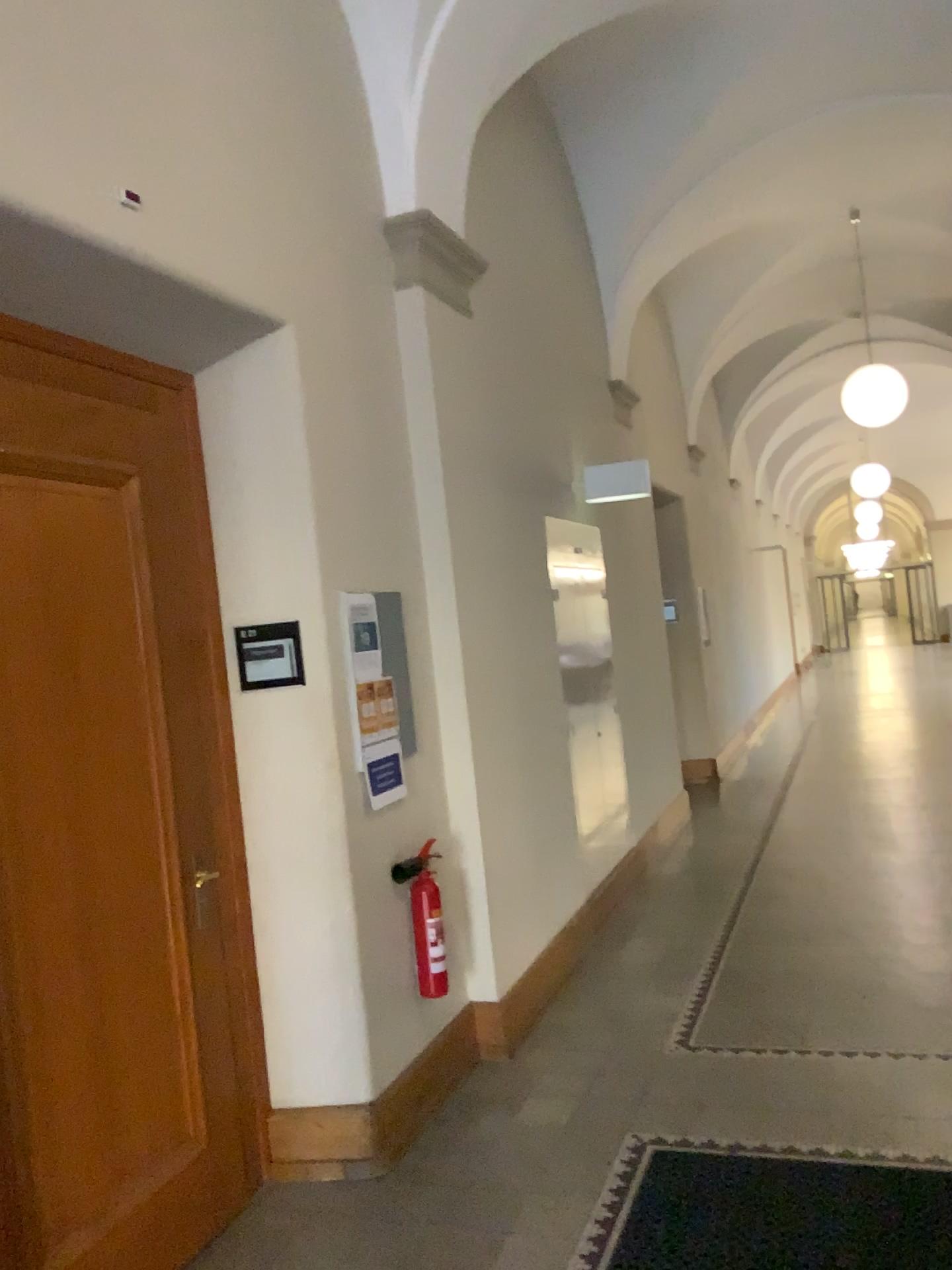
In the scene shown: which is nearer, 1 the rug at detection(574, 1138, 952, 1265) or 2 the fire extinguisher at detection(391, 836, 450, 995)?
1 the rug at detection(574, 1138, 952, 1265)

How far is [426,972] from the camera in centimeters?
Answer: 364cm

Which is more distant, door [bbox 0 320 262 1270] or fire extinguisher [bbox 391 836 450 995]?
fire extinguisher [bbox 391 836 450 995]

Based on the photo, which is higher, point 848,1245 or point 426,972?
point 426,972

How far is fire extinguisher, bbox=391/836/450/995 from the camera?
3.6m

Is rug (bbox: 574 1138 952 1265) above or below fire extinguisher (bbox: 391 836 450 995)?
below

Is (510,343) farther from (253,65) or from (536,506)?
(253,65)

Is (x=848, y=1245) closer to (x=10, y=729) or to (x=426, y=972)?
(x=426, y=972)
